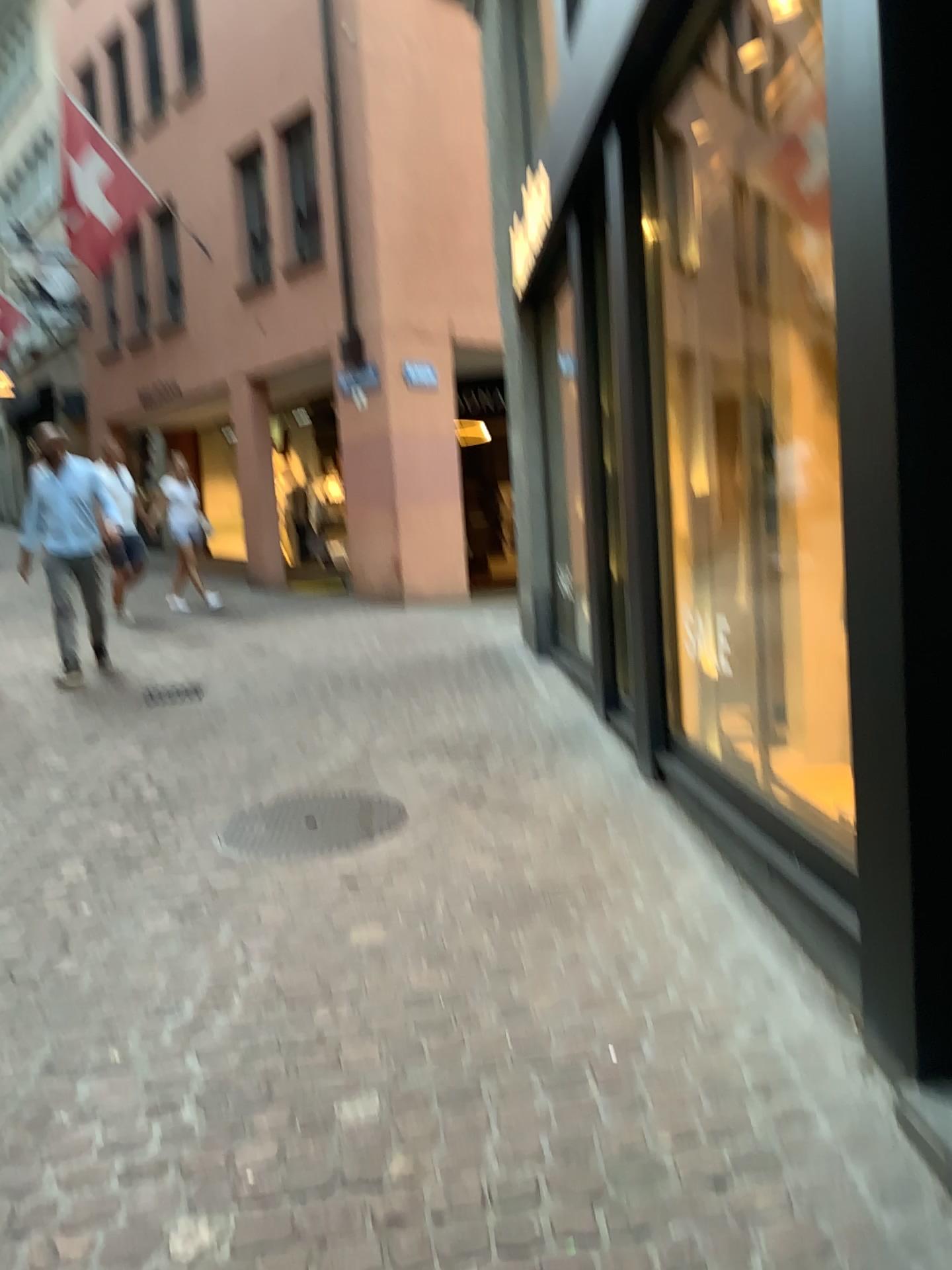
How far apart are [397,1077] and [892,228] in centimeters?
191cm
